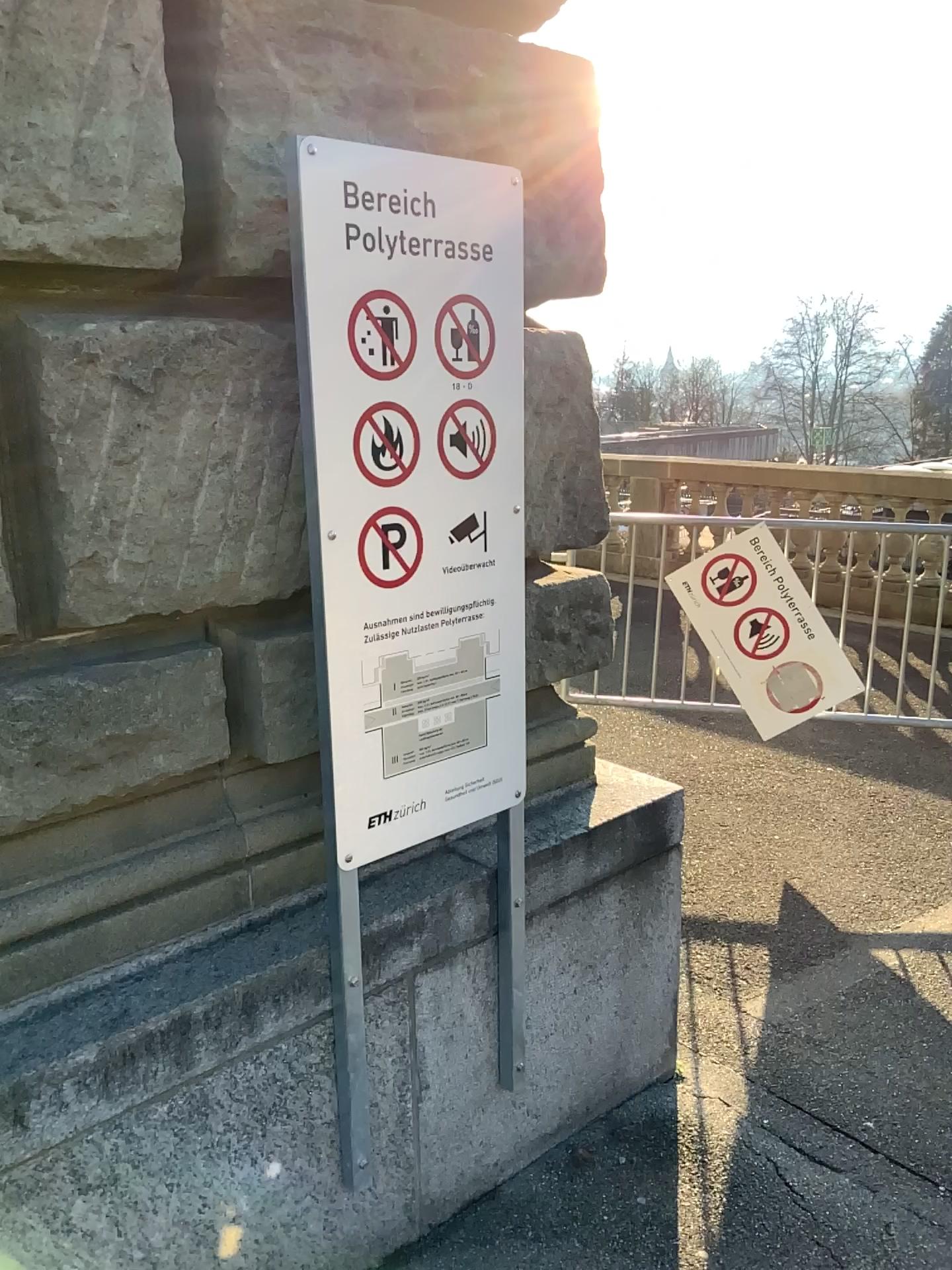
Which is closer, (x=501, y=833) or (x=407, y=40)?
(x=407, y=40)

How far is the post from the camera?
2.0m

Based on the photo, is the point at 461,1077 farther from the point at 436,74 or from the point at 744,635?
the point at 744,635

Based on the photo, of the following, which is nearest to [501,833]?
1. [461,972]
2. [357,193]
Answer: [461,972]

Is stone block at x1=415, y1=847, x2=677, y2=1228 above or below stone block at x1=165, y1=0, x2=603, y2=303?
below

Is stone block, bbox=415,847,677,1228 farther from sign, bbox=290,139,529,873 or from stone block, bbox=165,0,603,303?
stone block, bbox=165,0,603,303

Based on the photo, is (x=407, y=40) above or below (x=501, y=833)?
above

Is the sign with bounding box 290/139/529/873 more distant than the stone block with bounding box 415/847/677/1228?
No

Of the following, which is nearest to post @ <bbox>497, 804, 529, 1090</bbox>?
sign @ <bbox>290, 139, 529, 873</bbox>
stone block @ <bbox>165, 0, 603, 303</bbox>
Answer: sign @ <bbox>290, 139, 529, 873</bbox>
